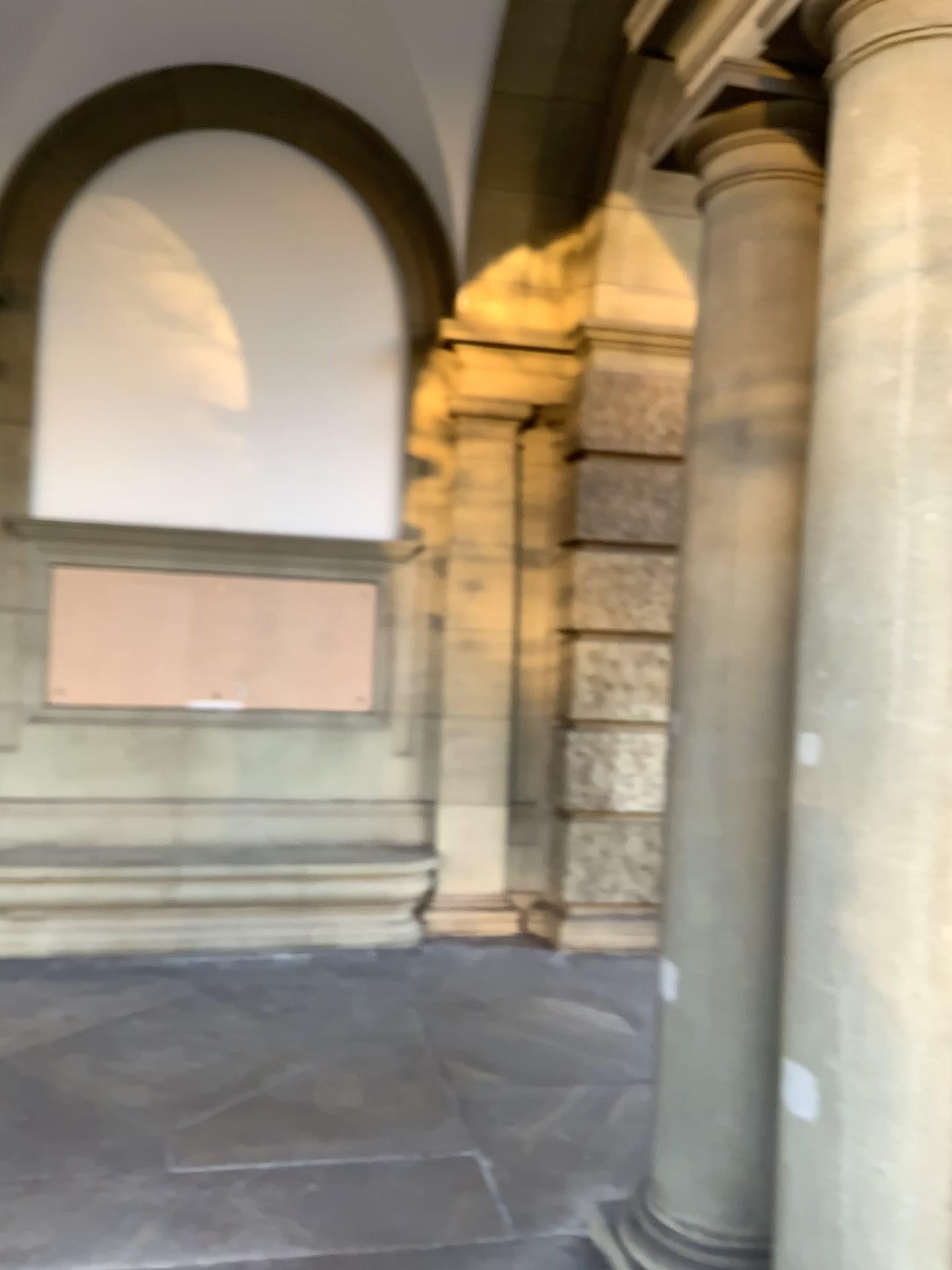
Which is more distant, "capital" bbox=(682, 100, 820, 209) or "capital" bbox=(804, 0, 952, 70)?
"capital" bbox=(682, 100, 820, 209)

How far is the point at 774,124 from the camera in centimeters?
264cm

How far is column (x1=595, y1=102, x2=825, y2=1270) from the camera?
2.64m

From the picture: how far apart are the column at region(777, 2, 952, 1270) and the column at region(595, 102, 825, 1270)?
0.3m

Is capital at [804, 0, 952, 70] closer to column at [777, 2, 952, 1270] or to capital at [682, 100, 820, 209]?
column at [777, 2, 952, 1270]

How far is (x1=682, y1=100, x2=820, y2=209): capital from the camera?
2.6m

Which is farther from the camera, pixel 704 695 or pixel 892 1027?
pixel 704 695

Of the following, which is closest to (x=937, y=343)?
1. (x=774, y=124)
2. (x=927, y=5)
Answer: (x=927, y=5)

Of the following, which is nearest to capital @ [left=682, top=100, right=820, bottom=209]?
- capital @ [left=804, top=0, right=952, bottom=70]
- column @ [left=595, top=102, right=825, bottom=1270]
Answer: column @ [left=595, top=102, right=825, bottom=1270]

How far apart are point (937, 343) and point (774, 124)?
1.0m
